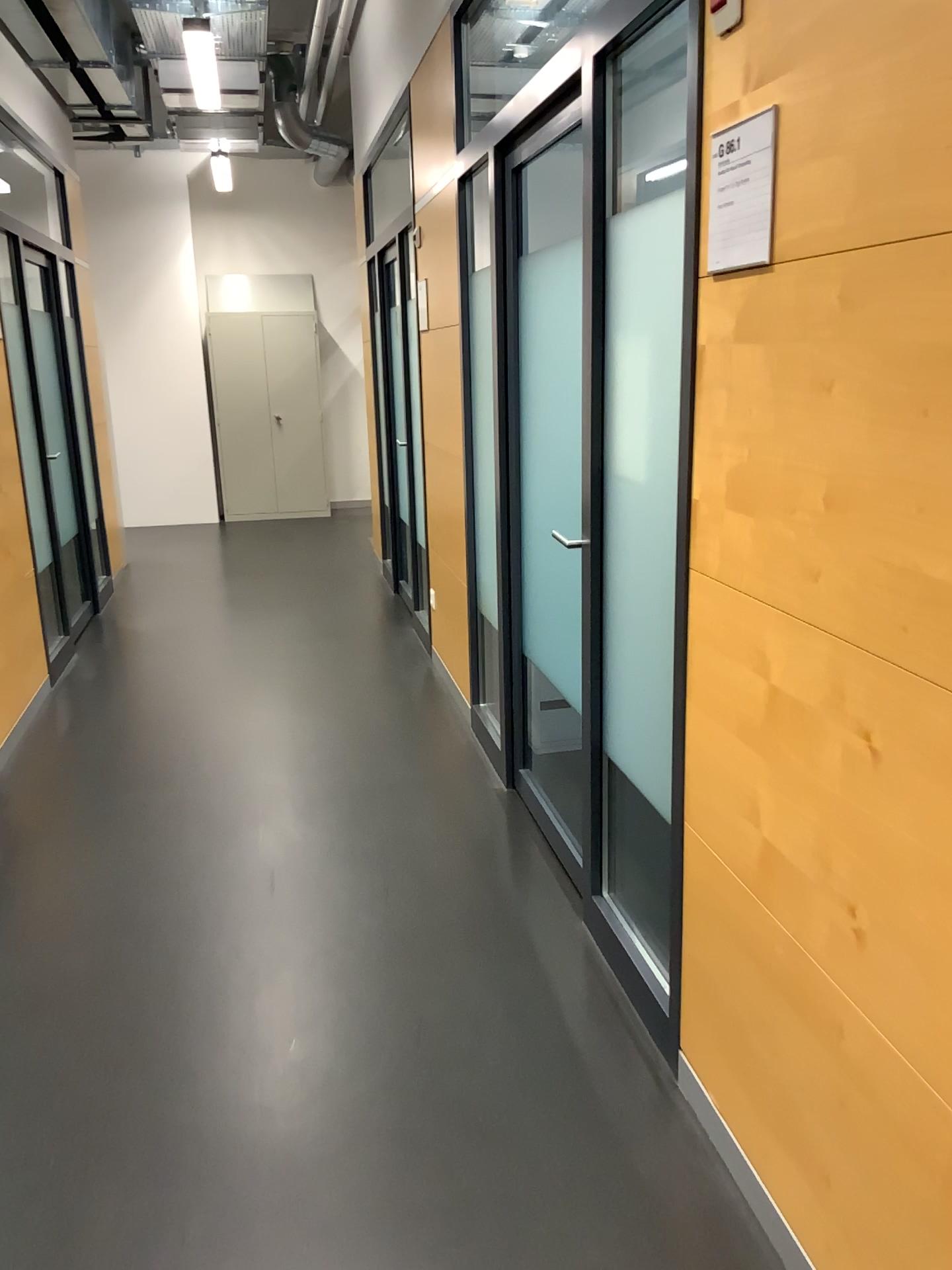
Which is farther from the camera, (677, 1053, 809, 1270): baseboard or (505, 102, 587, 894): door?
(505, 102, 587, 894): door

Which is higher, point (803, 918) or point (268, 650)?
point (803, 918)

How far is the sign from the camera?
1.55m

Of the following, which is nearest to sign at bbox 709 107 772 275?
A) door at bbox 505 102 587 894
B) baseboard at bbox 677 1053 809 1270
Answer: door at bbox 505 102 587 894

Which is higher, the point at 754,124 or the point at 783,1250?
the point at 754,124

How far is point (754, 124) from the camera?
1.5 meters

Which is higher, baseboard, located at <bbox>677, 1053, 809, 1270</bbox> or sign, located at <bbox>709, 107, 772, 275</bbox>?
sign, located at <bbox>709, 107, 772, 275</bbox>

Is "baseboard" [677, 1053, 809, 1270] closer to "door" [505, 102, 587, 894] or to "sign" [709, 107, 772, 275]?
"door" [505, 102, 587, 894]

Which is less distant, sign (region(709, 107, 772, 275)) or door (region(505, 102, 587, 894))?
sign (region(709, 107, 772, 275))

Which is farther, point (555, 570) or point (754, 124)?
point (555, 570)
